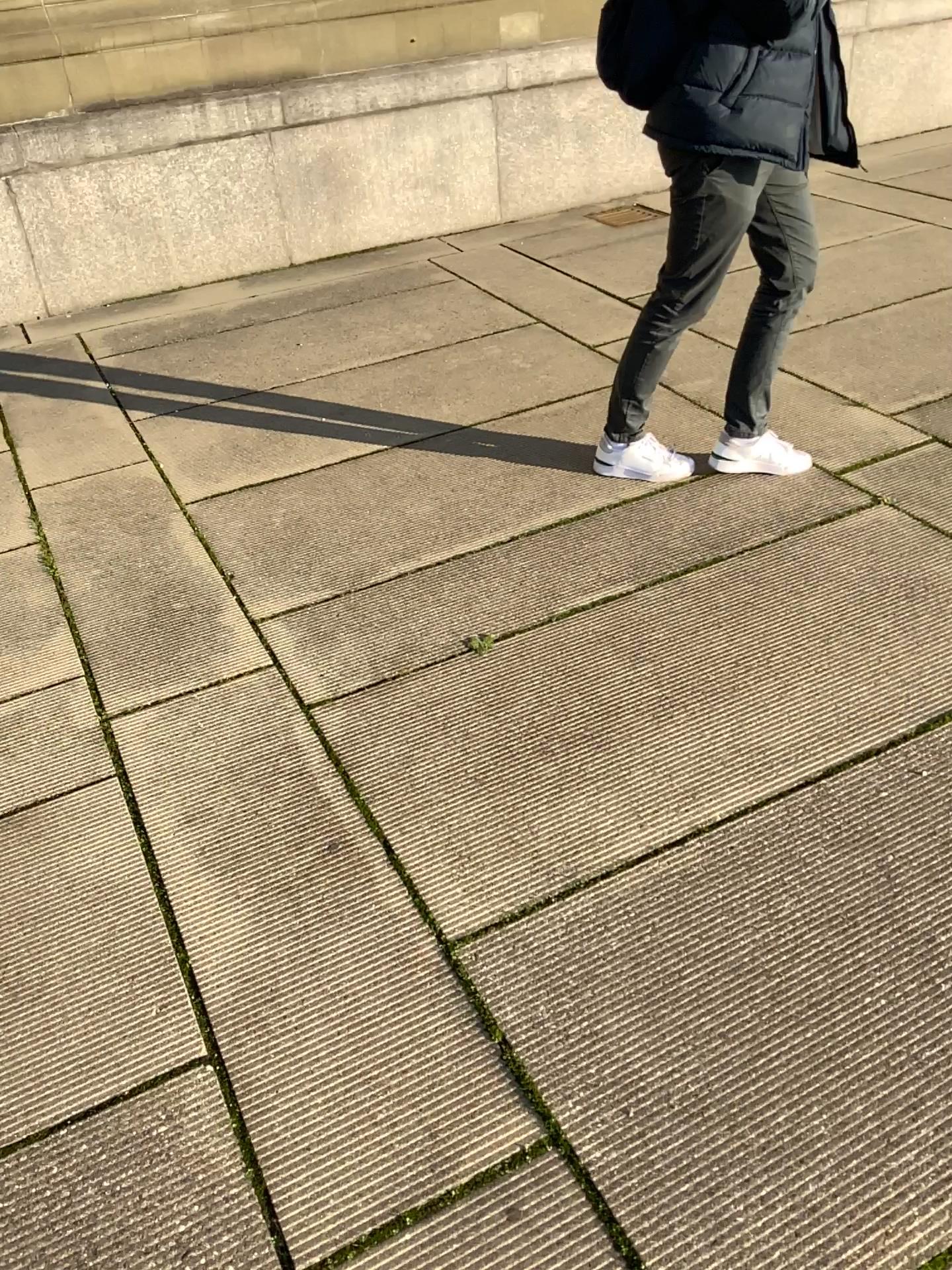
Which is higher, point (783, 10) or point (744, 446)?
point (783, 10)

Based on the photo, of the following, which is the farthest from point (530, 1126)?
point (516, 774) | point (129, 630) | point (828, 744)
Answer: point (129, 630)

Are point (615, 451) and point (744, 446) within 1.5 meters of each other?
yes

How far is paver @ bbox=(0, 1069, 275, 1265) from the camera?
1.4 meters

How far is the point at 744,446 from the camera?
3.0m

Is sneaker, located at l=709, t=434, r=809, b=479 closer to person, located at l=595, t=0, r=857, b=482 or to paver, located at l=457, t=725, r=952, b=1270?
person, located at l=595, t=0, r=857, b=482

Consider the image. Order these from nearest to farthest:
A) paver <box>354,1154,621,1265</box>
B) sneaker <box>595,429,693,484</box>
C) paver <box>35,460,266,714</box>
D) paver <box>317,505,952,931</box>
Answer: paver <box>354,1154,621,1265</box> < paver <box>317,505,952,931</box> < paver <box>35,460,266,714</box> < sneaker <box>595,429,693,484</box>

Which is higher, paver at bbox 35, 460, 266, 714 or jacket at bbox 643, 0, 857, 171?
jacket at bbox 643, 0, 857, 171

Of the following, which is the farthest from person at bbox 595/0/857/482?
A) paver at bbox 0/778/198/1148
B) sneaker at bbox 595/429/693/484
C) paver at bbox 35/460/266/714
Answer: paver at bbox 0/778/198/1148

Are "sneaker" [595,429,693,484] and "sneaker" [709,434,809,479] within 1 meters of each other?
yes
